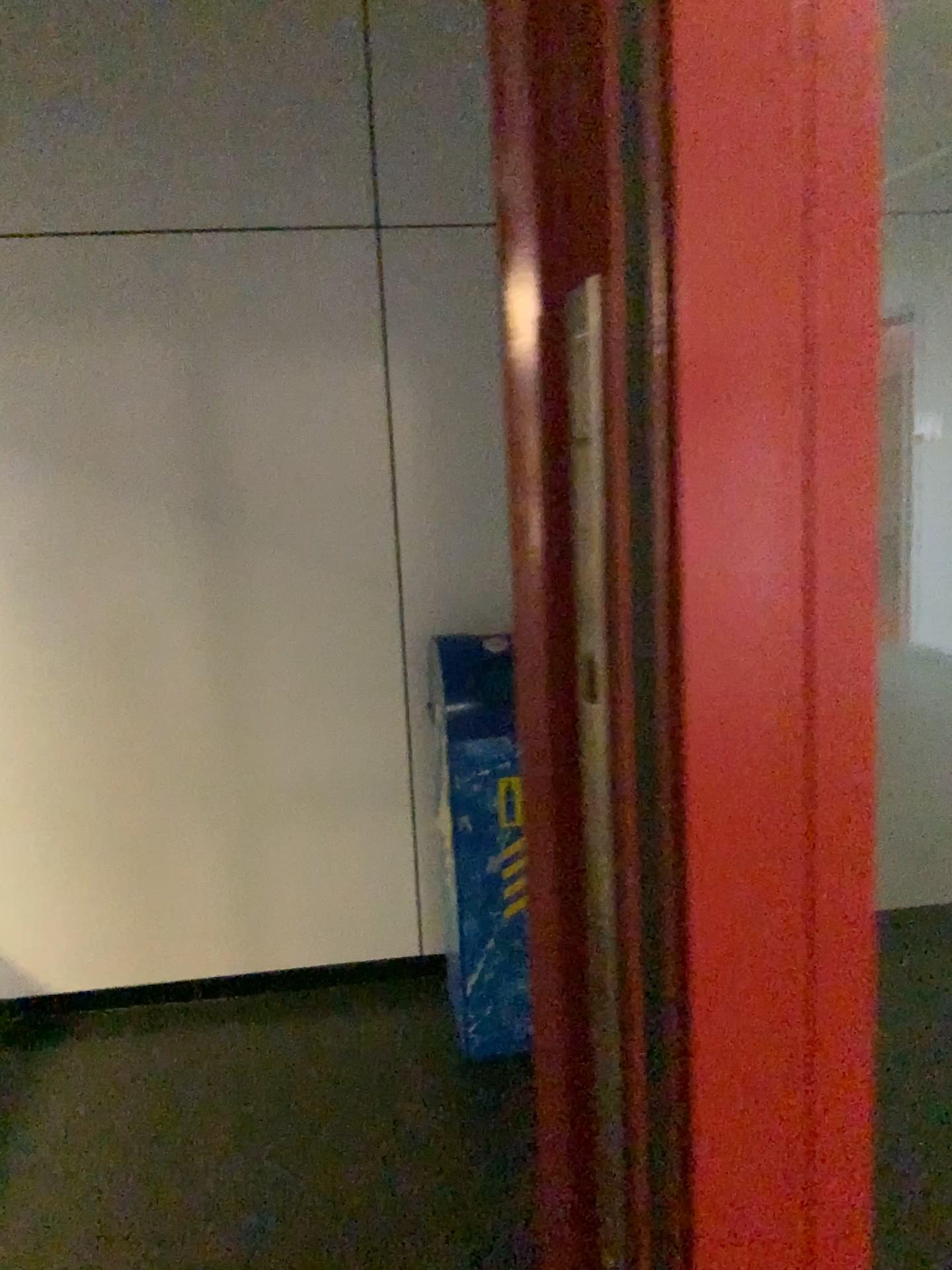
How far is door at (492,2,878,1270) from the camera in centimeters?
27cm

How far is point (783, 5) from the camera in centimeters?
27cm

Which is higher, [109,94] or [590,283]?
[109,94]
